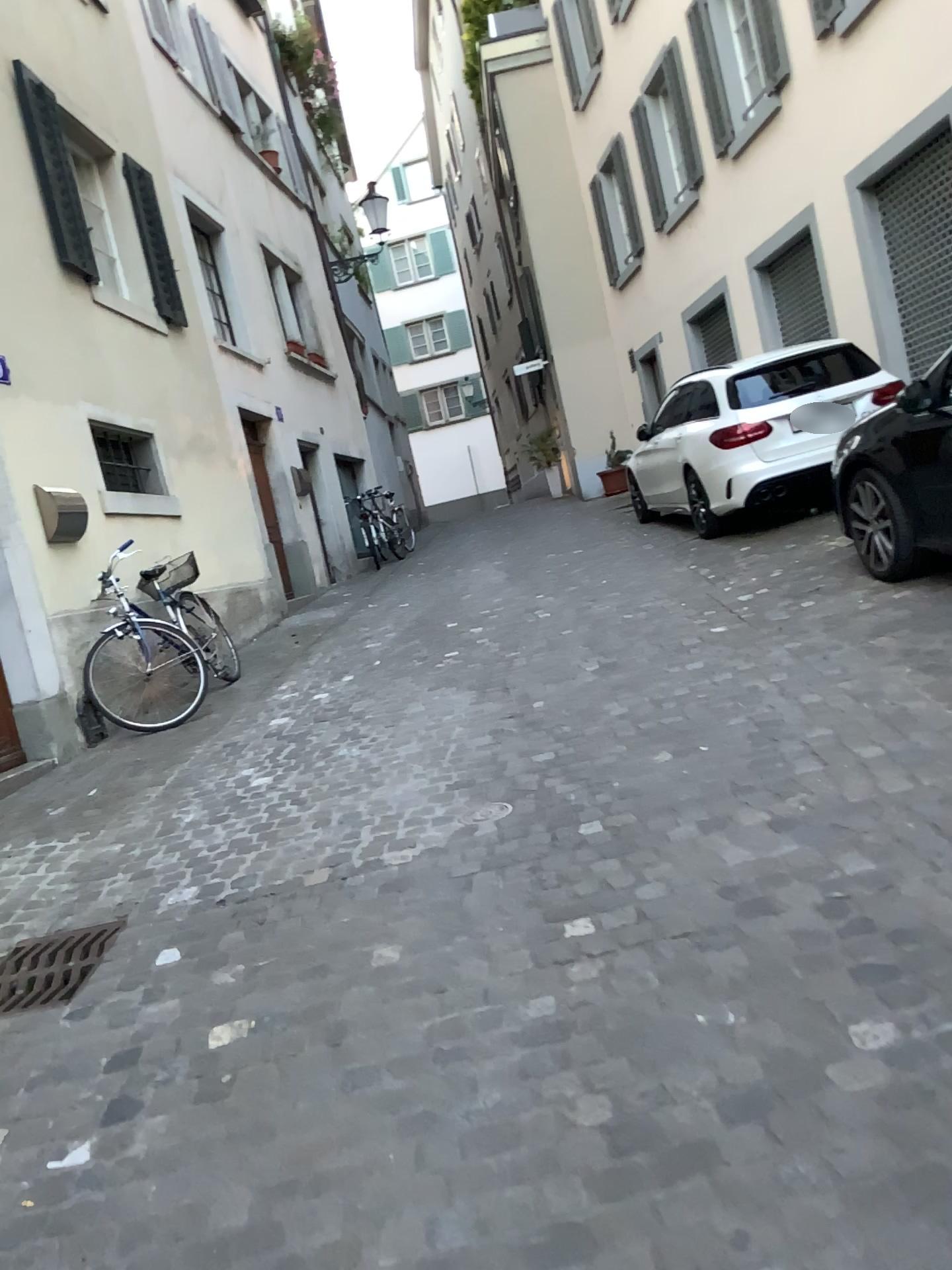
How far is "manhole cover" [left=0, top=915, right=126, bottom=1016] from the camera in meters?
3.0 m

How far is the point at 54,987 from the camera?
3.0m

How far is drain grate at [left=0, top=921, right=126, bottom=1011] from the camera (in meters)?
3.00

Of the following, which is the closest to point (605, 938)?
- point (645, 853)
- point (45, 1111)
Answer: point (645, 853)

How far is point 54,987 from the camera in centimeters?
300cm
